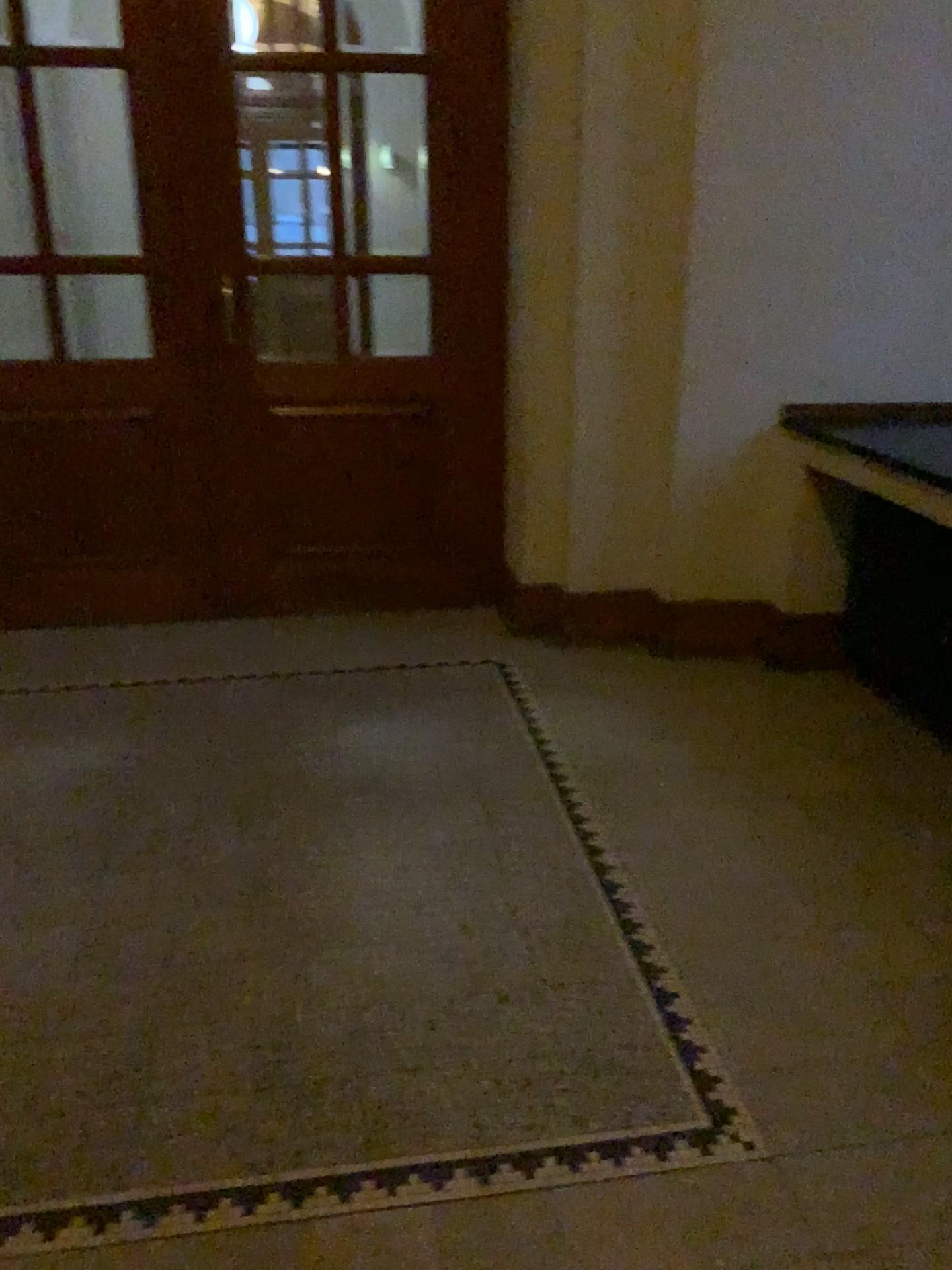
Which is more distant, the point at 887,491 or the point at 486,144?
the point at 486,144

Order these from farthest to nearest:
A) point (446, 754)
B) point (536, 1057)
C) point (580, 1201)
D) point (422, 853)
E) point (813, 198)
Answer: point (813, 198) → point (446, 754) → point (422, 853) → point (536, 1057) → point (580, 1201)

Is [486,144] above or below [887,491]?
above

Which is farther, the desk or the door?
the door
